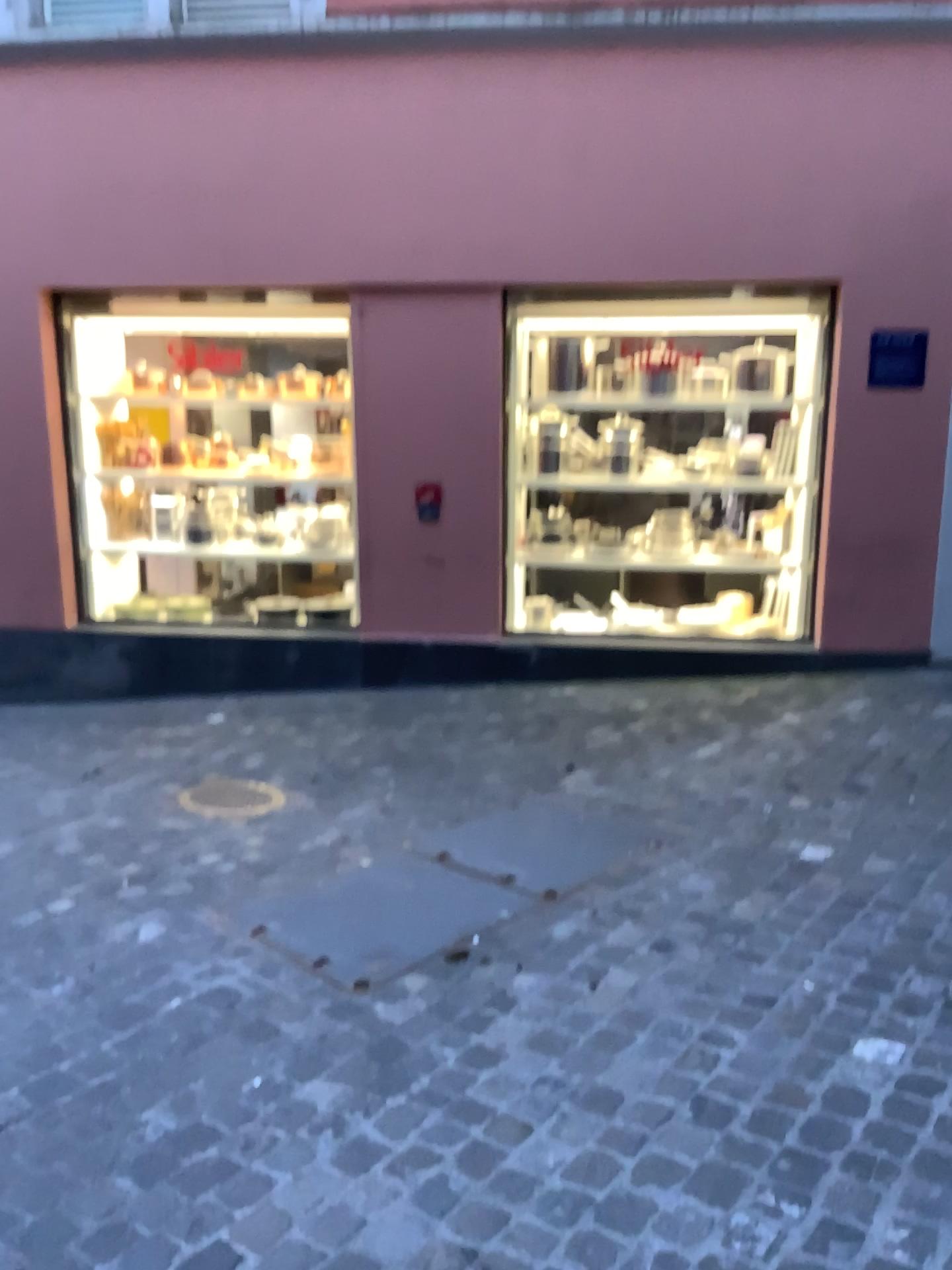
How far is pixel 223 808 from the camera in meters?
4.2

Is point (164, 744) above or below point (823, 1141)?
below

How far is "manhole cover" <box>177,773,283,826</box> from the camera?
4.18m
